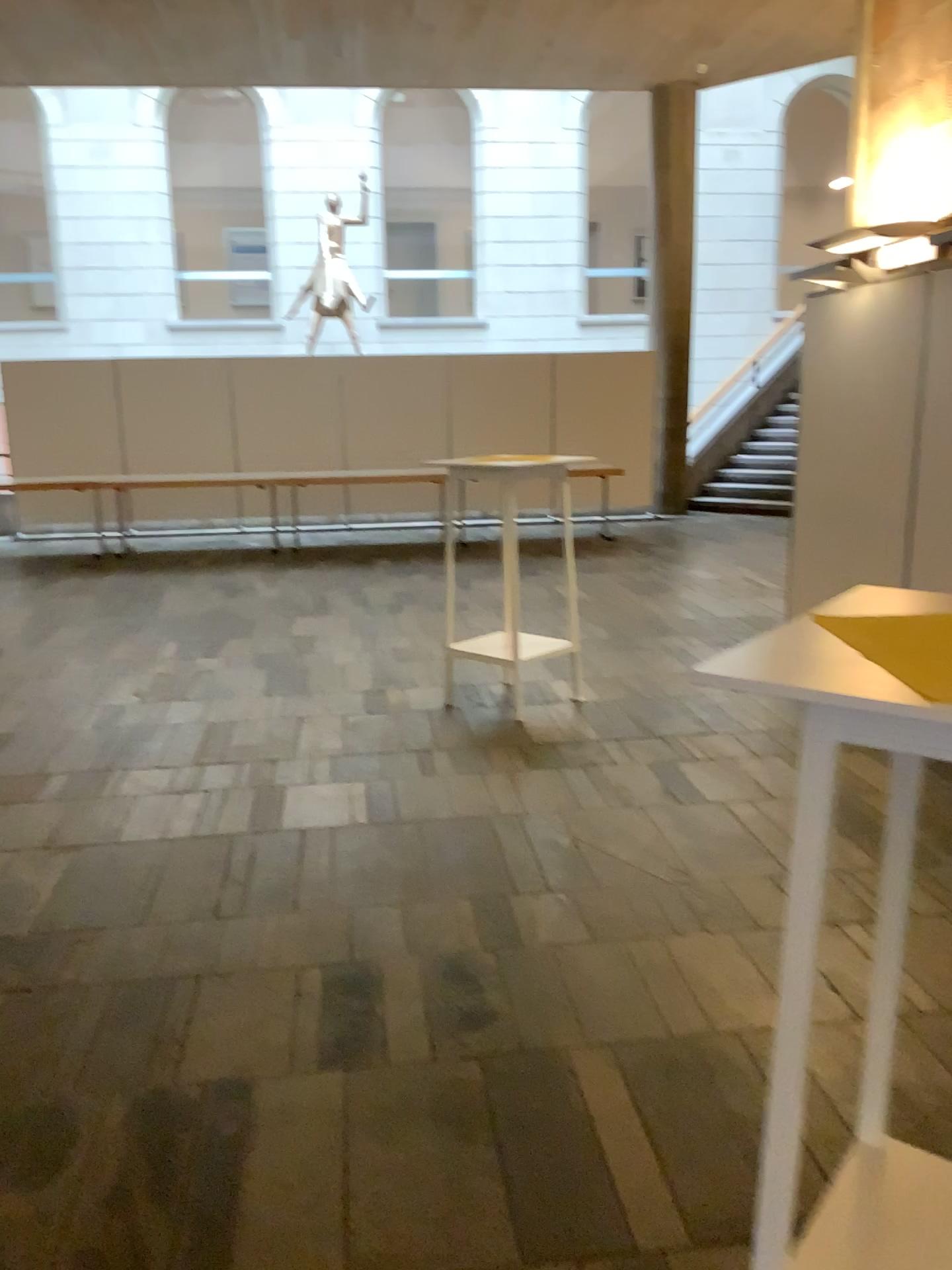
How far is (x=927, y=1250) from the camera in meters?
1.4 m

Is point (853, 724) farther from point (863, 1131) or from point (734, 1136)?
point (734, 1136)

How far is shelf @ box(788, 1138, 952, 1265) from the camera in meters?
1.4

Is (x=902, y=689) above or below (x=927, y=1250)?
above
